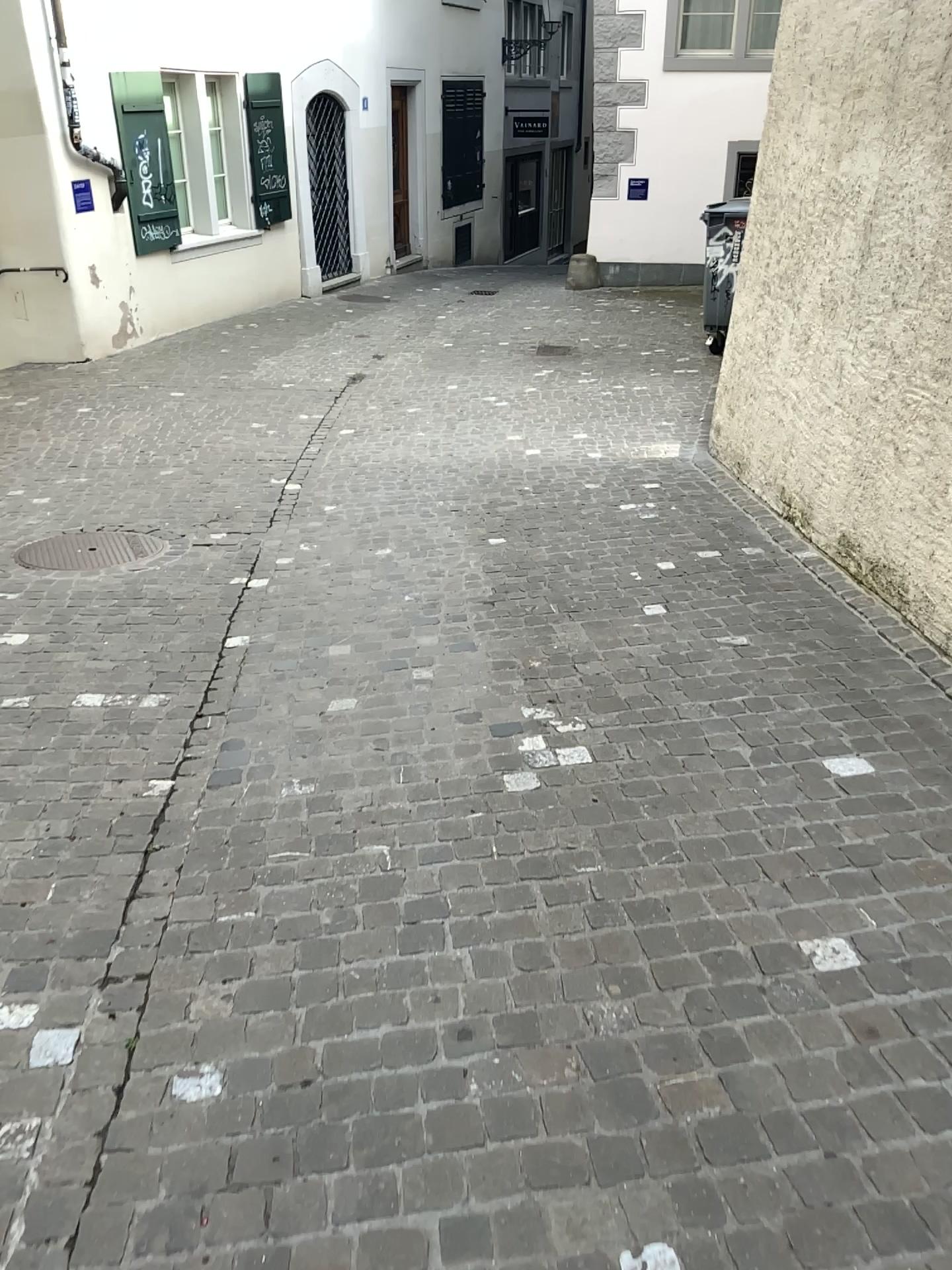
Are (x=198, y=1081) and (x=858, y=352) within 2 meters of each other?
no
